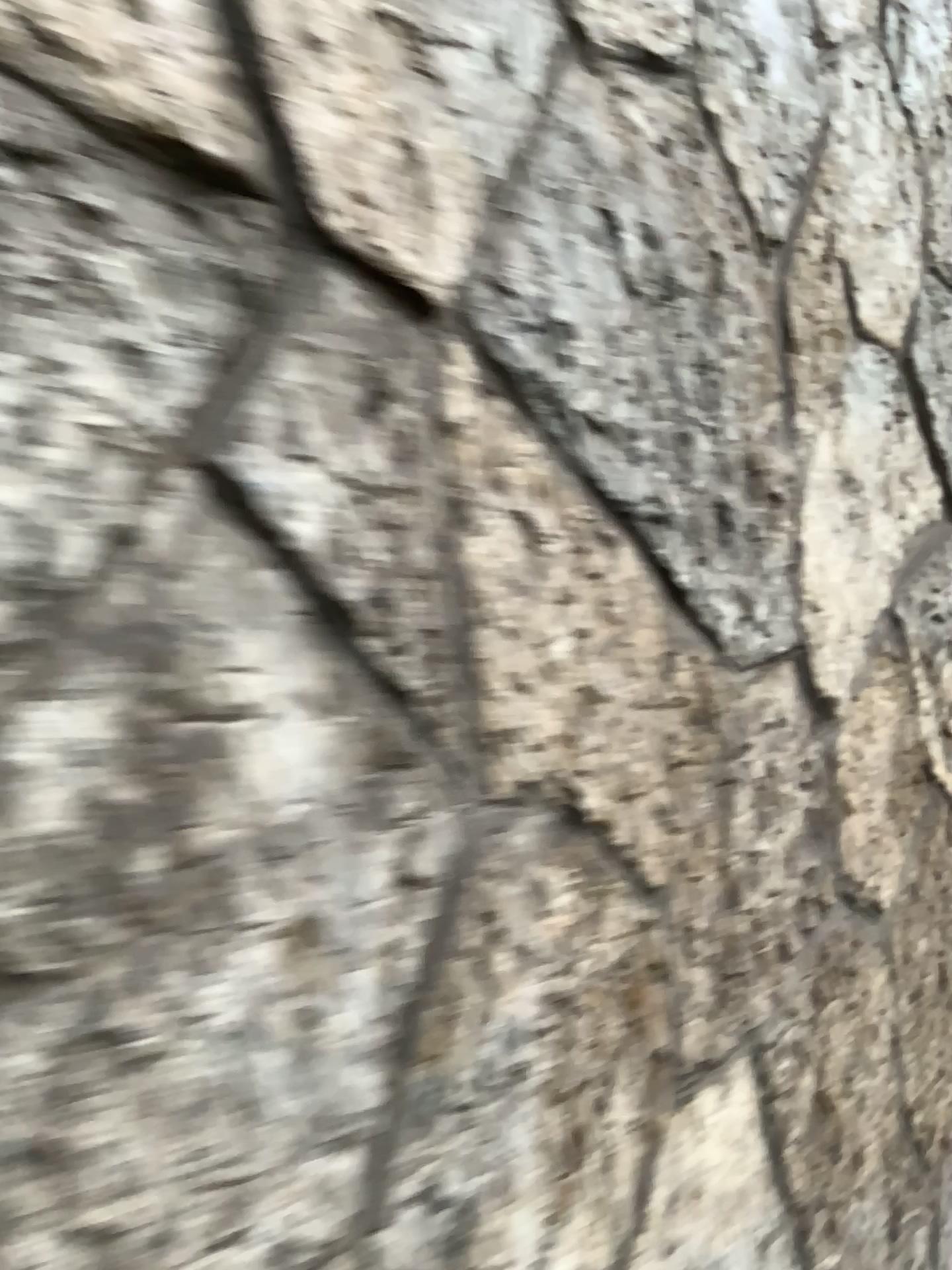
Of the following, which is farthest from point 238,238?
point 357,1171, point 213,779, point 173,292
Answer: point 357,1171

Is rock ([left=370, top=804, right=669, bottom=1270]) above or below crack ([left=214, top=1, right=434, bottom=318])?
below

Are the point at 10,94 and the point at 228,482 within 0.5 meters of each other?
yes

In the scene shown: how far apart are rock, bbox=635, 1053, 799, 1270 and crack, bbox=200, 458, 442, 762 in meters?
0.5

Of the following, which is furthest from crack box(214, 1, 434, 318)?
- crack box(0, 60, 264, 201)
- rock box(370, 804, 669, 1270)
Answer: rock box(370, 804, 669, 1270)

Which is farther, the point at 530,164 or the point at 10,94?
the point at 530,164

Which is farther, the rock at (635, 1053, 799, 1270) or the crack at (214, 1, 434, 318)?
the rock at (635, 1053, 799, 1270)

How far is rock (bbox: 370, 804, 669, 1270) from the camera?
0.7m

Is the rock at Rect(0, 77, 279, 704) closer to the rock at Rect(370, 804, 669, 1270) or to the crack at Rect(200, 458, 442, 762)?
the crack at Rect(200, 458, 442, 762)

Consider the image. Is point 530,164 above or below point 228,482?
above
